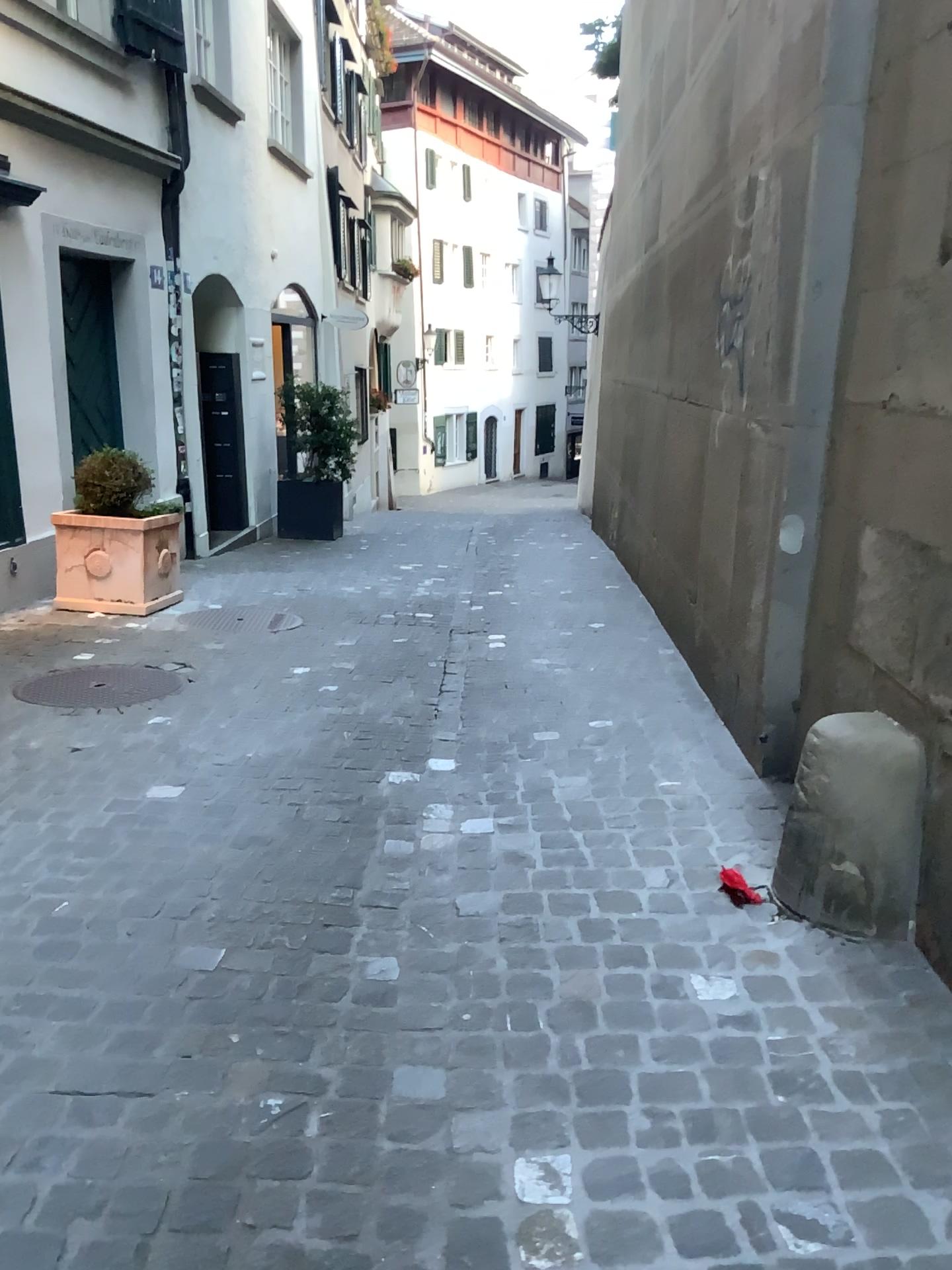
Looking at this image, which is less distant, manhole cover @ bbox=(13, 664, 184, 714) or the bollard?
the bollard

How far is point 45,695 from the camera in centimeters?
439cm

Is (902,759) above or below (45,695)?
above

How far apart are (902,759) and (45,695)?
3.4 meters

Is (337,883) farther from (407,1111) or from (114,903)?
(407,1111)

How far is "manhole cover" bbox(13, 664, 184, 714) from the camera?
4.4m

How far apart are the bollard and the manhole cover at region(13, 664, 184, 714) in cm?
278

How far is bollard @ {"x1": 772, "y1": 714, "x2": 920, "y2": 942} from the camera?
2.4 meters
